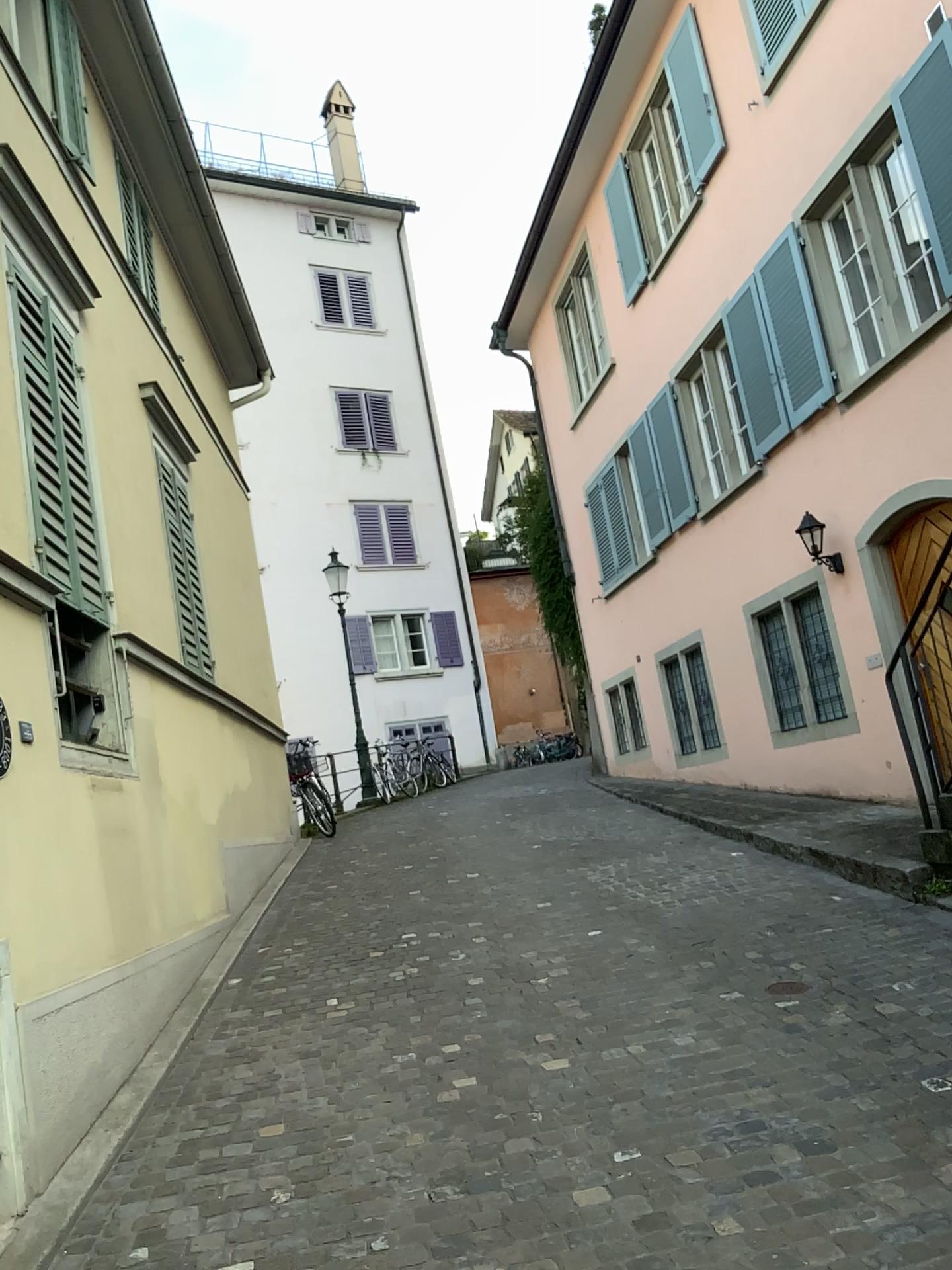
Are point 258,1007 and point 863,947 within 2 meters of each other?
no
